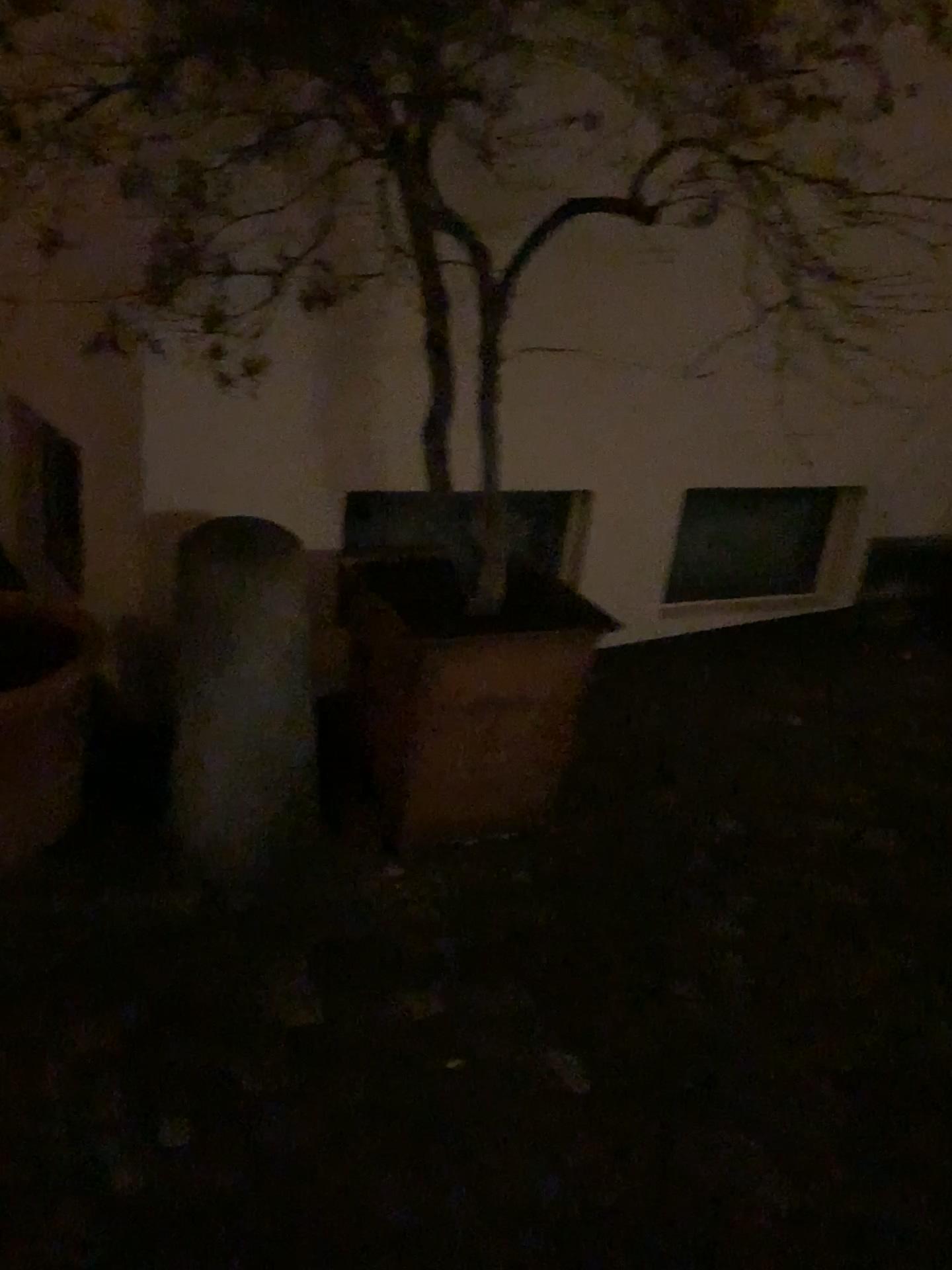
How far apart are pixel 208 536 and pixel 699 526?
1.7m

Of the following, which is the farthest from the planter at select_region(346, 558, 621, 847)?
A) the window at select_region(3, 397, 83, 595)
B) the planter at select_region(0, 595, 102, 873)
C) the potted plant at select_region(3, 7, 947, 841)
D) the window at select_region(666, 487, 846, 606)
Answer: the window at select_region(3, 397, 83, 595)

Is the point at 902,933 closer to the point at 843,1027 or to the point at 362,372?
the point at 843,1027

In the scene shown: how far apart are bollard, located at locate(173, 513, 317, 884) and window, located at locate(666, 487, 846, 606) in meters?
1.5 m

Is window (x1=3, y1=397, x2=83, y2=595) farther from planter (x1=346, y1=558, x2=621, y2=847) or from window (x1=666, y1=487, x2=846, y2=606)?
window (x1=666, y1=487, x2=846, y2=606)

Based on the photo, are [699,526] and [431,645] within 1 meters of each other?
no

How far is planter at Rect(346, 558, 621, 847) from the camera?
2.2m

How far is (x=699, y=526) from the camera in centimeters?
332cm

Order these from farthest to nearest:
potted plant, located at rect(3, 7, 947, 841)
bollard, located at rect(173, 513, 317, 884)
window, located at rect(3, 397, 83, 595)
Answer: window, located at rect(3, 397, 83, 595)
bollard, located at rect(173, 513, 317, 884)
potted plant, located at rect(3, 7, 947, 841)

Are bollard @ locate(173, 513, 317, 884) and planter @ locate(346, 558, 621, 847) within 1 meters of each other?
yes
